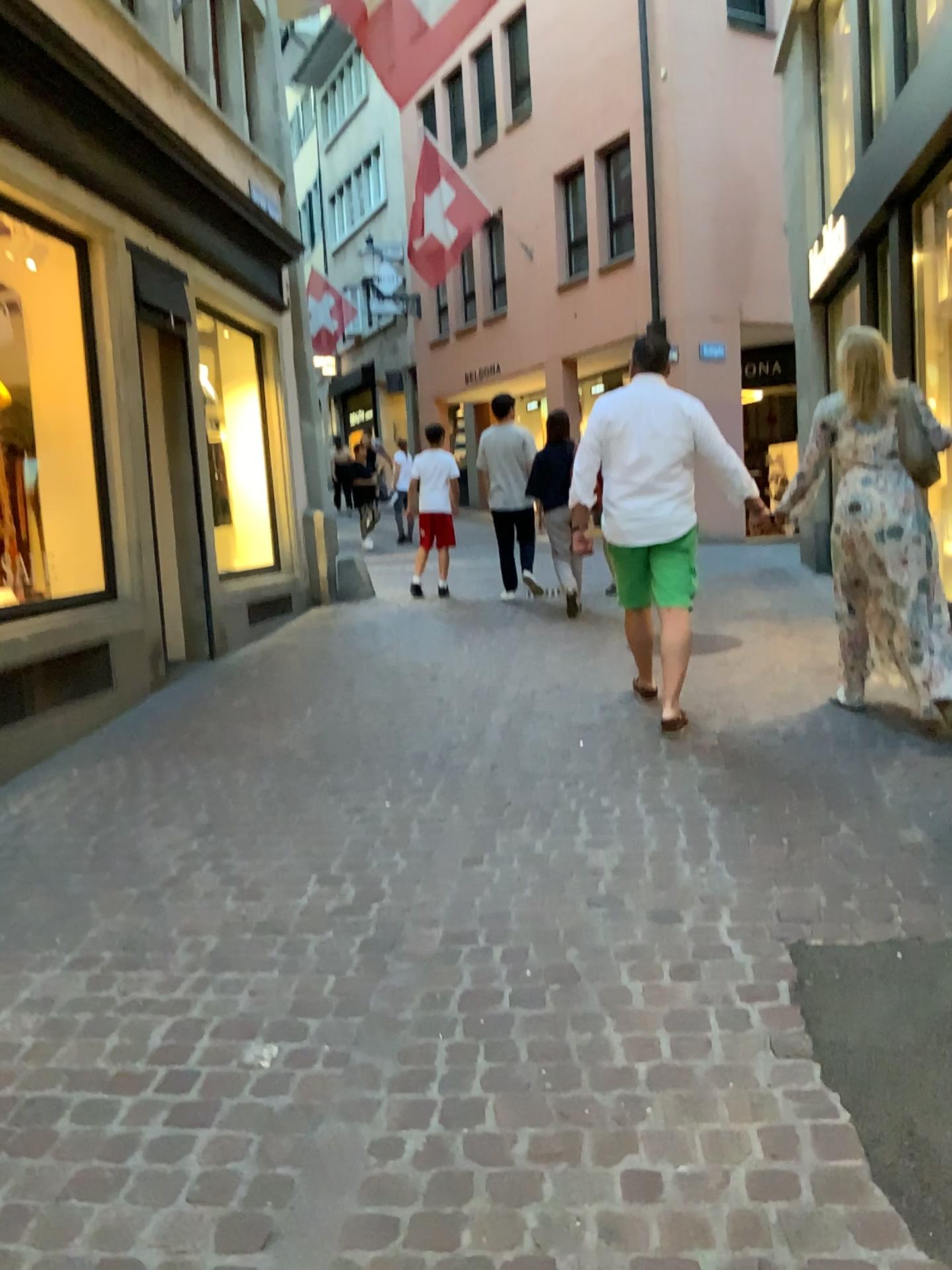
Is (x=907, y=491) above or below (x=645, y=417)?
below

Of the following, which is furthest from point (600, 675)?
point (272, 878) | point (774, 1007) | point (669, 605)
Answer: point (774, 1007)

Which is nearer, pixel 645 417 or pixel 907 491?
pixel 907 491

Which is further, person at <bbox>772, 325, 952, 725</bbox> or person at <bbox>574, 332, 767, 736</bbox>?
person at <bbox>574, 332, 767, 736</bbox>
